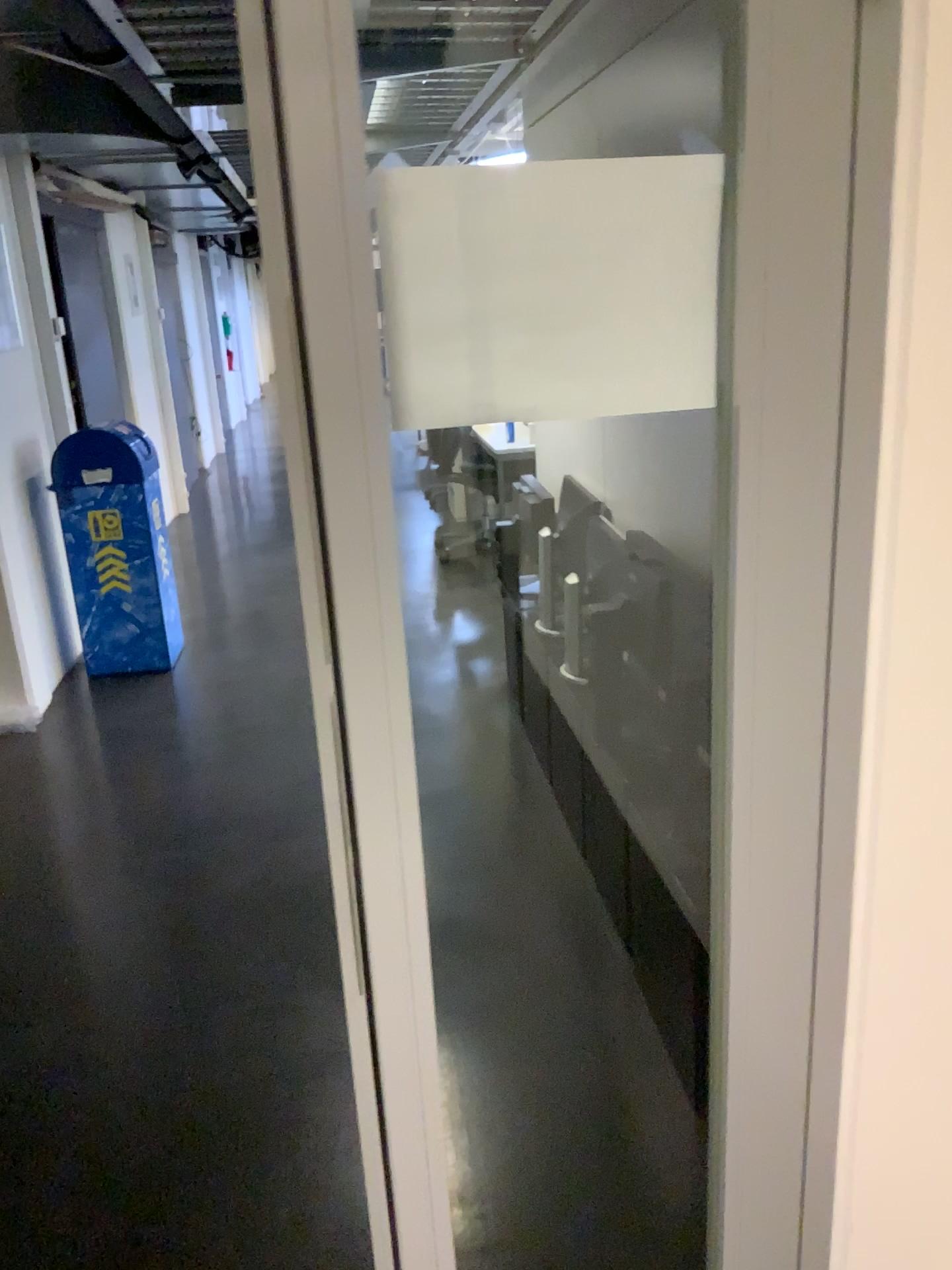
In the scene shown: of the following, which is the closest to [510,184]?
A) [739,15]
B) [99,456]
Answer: [739,15]

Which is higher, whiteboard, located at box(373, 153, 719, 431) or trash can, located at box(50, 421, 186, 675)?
whiteboard, located at box(373, 153, 719, 431)

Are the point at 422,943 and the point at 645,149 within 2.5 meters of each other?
yes

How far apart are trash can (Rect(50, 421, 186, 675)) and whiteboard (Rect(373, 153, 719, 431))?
3.9 meters

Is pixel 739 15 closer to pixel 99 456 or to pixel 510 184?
pixel 510 184

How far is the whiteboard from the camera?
0.9m

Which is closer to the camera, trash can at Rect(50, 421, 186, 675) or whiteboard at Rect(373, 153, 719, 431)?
whiteboard at Rect(373, 153, 719, 431)

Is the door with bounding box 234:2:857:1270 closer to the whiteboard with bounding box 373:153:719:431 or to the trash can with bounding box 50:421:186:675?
the whiteboard with bounding box 373:153:719:431

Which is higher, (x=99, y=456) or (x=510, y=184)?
(x=510, y=184)

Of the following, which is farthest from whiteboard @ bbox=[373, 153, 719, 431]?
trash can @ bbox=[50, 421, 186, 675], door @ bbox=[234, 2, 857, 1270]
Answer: trash can @ bbox=[50, 421, 186, 675]
